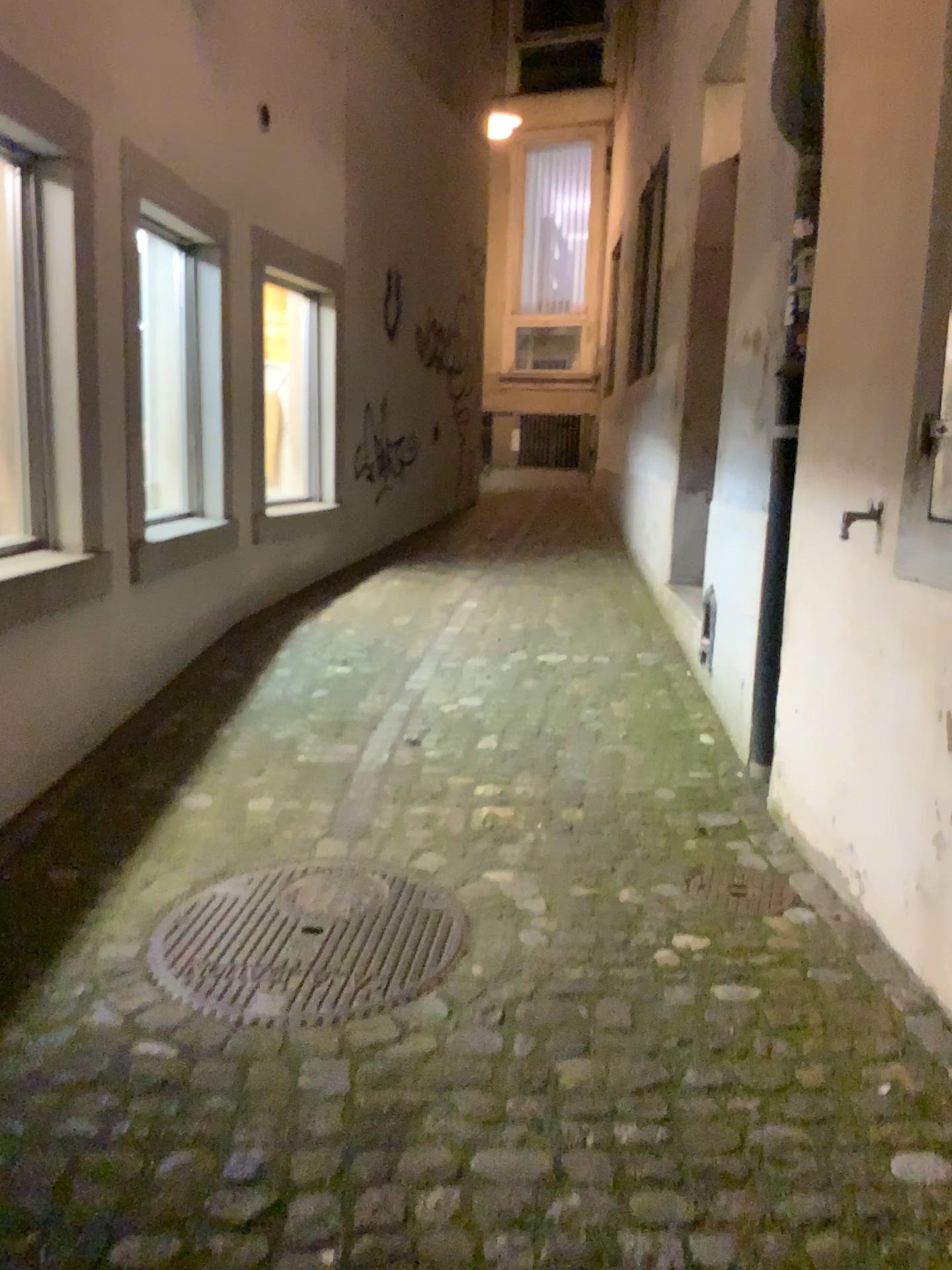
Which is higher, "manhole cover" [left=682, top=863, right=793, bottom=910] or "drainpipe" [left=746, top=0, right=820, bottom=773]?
"drainpipe" [left=746, top=0, right=820, bottom=773]

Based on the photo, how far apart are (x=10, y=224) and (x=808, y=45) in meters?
2.3

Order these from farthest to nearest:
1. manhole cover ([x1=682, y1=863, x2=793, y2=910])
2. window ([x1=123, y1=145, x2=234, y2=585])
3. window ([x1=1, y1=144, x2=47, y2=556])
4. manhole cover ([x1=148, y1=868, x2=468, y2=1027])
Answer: window ([x1=123, y1=145, x2=234, y2=585]), window ([x1=1, y1=144, x2=47, y2=556]), manhole cover ([x1=682, y1=863, x2=793, y2=910]), manhole cover ([x1=148, y1=868, x2=468, y2=1027])

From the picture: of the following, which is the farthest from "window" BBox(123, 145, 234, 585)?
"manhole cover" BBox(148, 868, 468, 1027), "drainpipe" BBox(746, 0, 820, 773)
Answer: "drainpipe" BBox(746, 0, 820, 773)

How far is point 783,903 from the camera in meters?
2.5 m

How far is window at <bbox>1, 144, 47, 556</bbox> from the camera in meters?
3.1 m

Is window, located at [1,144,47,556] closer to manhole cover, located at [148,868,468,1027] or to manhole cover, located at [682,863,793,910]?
manhole cover, located at [148,868,468,1027]

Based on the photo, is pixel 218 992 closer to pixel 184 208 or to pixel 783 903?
pixel 783 903

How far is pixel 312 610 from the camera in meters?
5.3 m

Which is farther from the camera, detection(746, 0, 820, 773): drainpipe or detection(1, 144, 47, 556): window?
detection(1, 144, 47, 556): window
